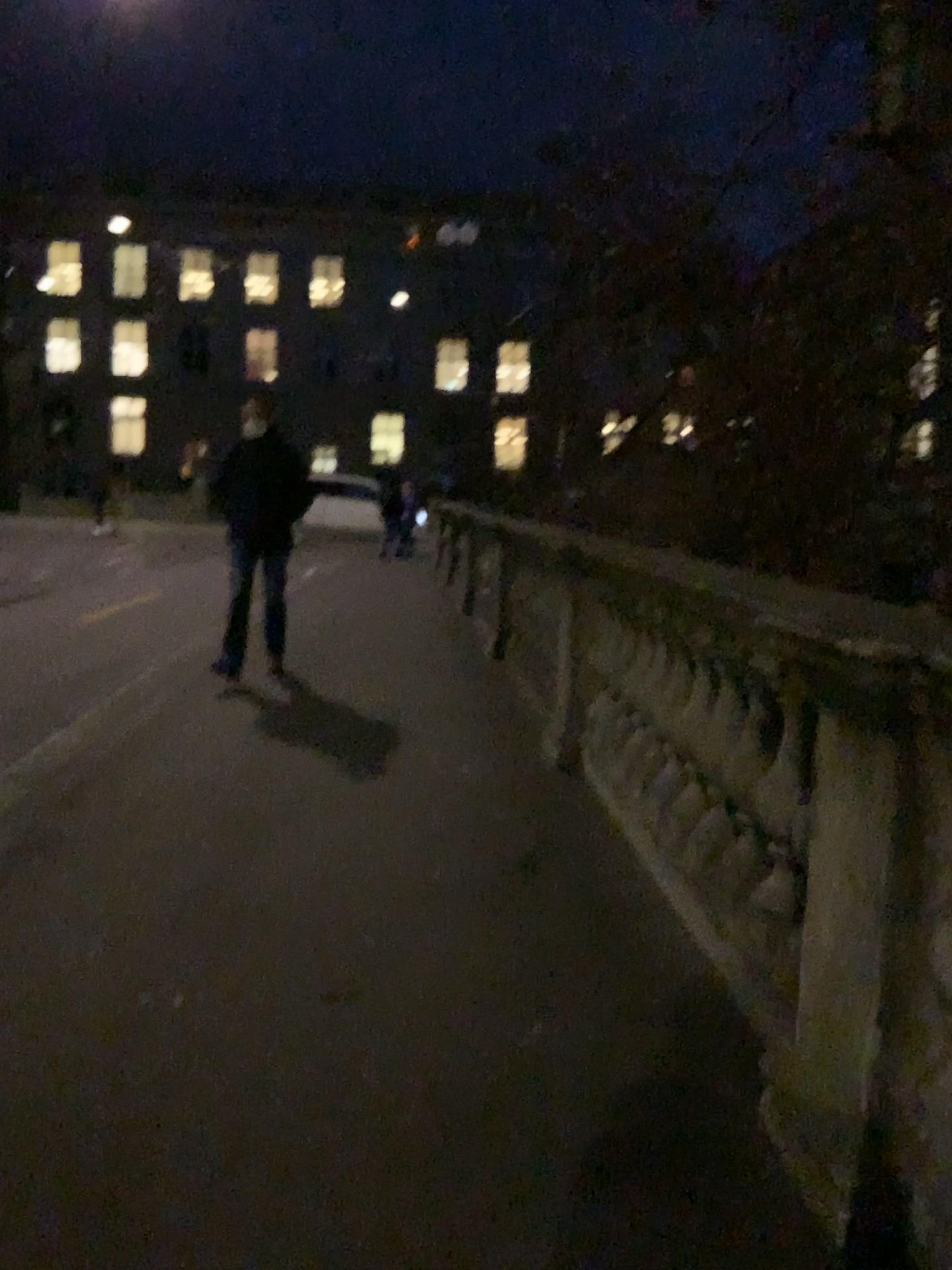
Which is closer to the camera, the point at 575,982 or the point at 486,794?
the point at 575,982
